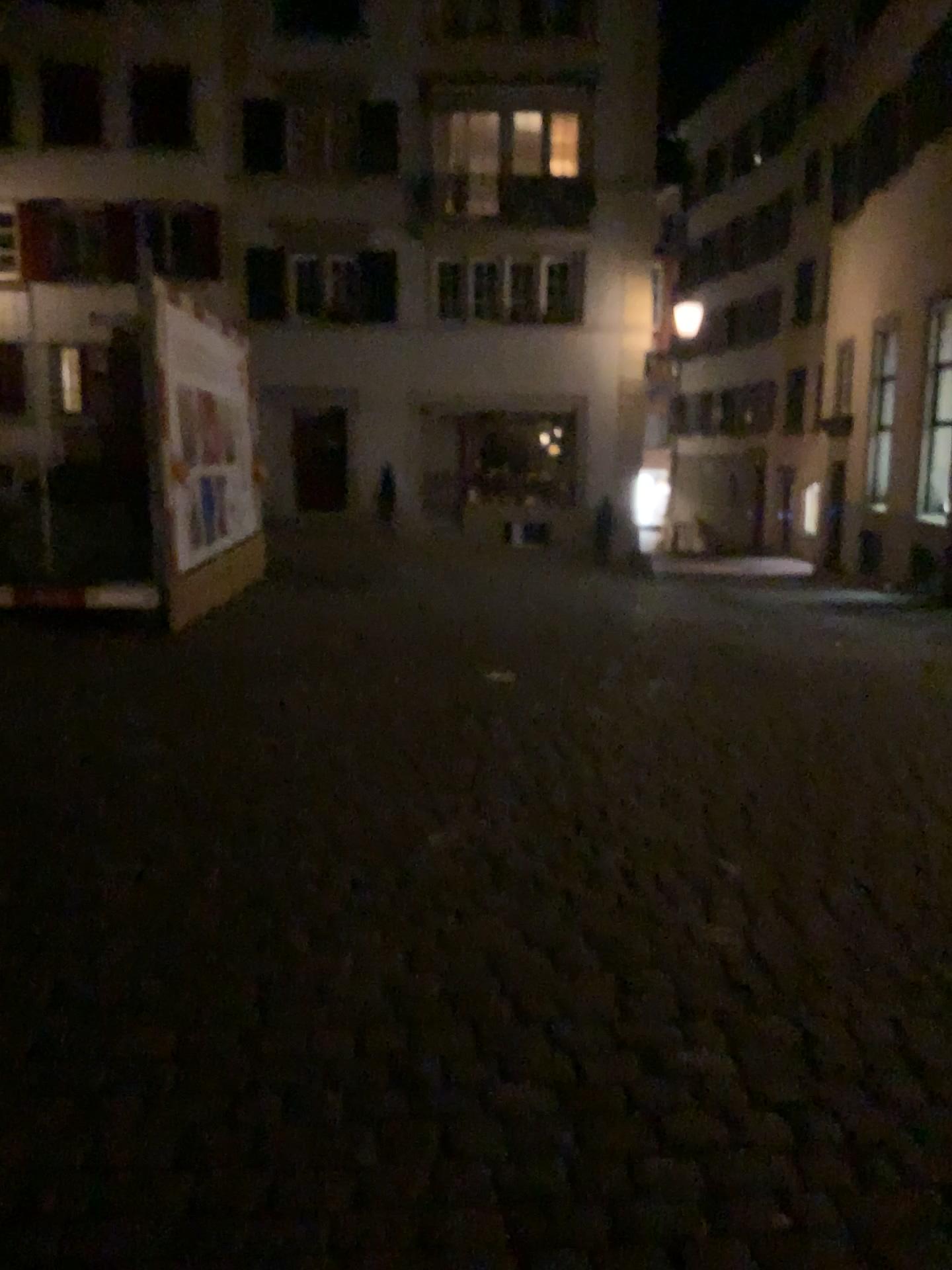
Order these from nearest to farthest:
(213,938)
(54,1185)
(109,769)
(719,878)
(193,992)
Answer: (54,1185) → (193,992) → (213,938) → (719,878) → (109,769)
